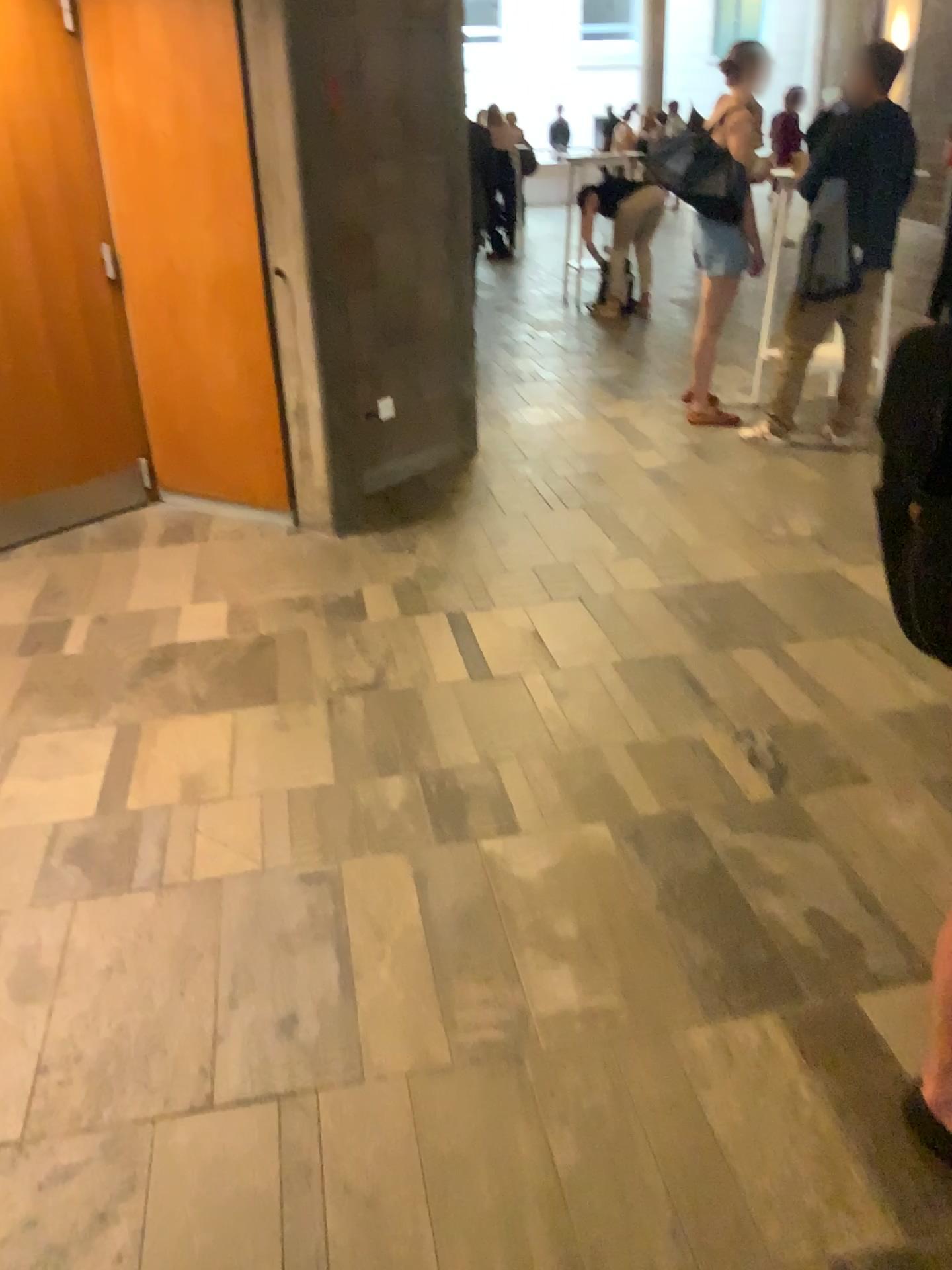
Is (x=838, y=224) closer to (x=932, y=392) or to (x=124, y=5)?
(x=124, y=5)

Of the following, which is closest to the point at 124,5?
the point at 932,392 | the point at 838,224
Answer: the point at 838,224

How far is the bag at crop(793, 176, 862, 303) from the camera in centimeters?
454cm

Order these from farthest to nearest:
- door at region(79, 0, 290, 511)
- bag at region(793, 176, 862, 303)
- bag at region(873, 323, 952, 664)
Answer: bag at region(793, 176, 862, 303)
door at region(79, 0, 290, 511)
bag at region(873, 323, 952, 664)

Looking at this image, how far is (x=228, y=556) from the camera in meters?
4.1 m

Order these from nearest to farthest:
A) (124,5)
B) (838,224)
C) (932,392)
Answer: (932,392) < (124,5) < (838,224)

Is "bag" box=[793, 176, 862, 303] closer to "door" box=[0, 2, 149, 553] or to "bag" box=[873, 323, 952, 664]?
"door" box=[0, 2, 149, 553]

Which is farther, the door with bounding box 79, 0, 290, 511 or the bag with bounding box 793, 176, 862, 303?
the bag with bounding box 793, 176, 862, 303

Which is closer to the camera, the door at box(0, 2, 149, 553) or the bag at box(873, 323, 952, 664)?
the bag at box(873, 323, 952, 664)

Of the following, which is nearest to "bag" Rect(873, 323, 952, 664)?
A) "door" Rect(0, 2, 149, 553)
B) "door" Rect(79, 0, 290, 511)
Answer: "door" Rect(79, 0, 290, 511)
